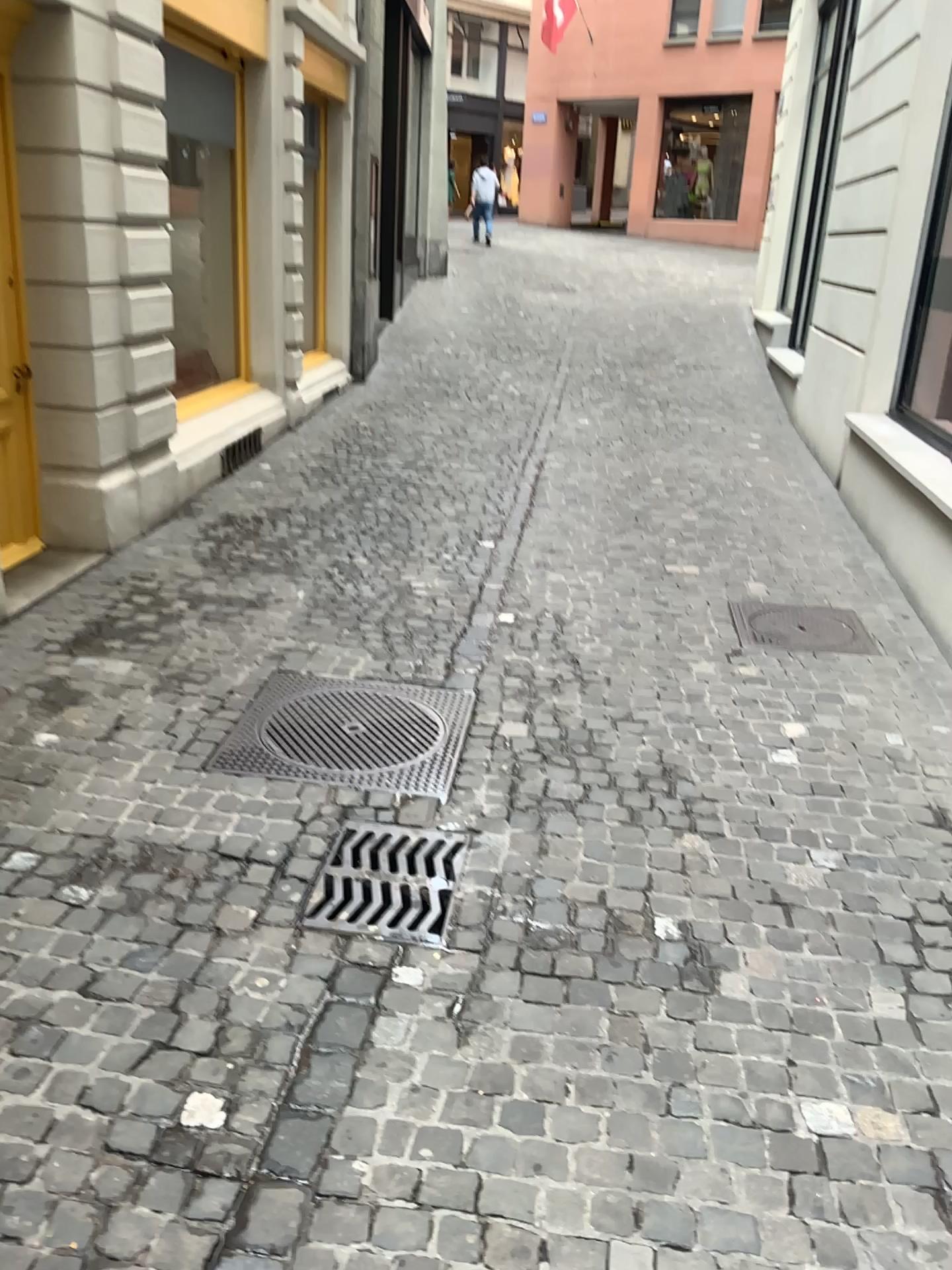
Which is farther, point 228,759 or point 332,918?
point 228,759

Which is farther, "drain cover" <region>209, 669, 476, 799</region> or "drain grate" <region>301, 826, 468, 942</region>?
"drain cover" <region>209, 669, 476, 799</region>

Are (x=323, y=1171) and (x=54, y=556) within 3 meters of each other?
no
